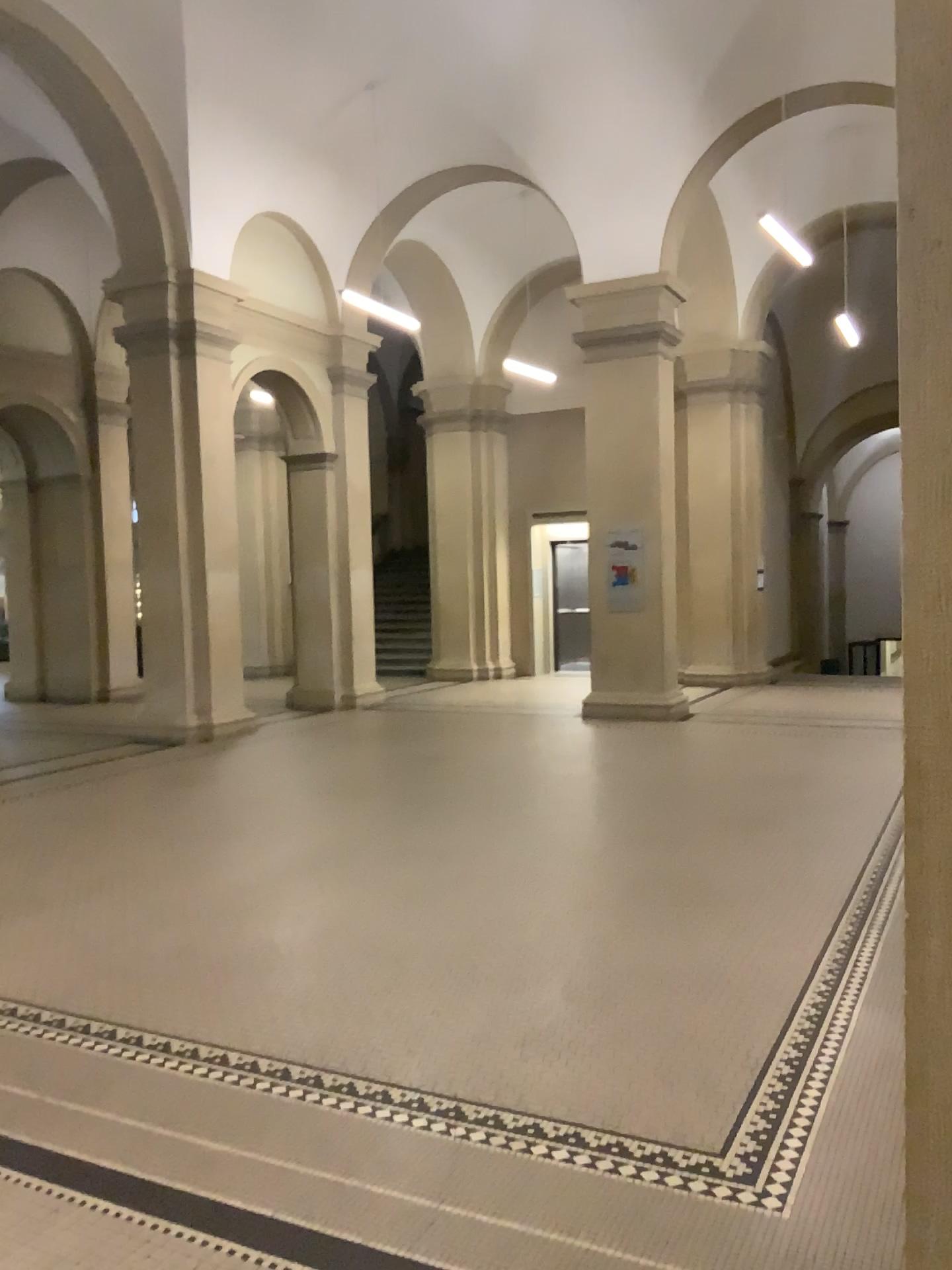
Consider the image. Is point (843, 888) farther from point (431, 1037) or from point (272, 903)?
point (272, 903)
